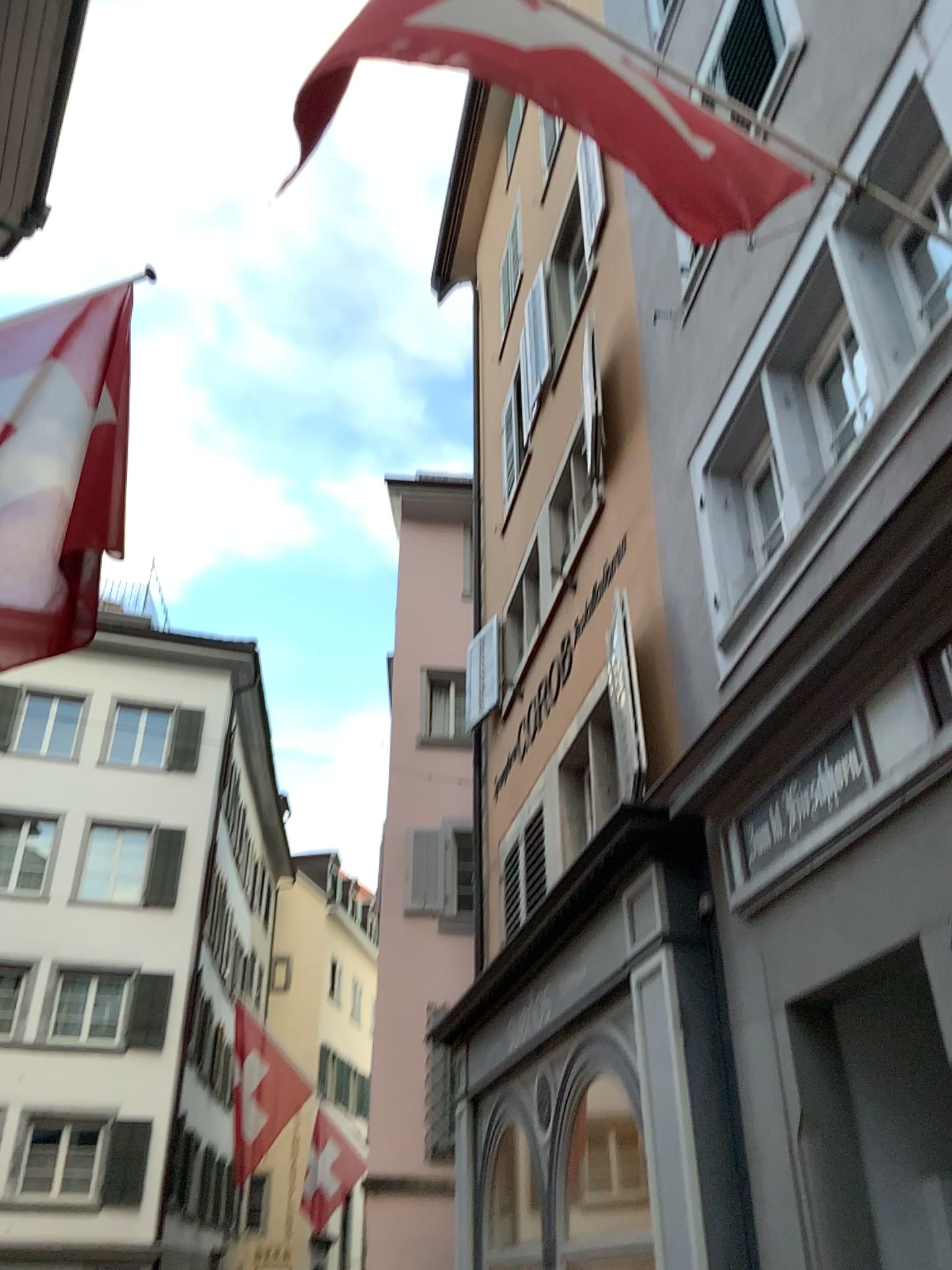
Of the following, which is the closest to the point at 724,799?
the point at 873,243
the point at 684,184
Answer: the point at 873,243
